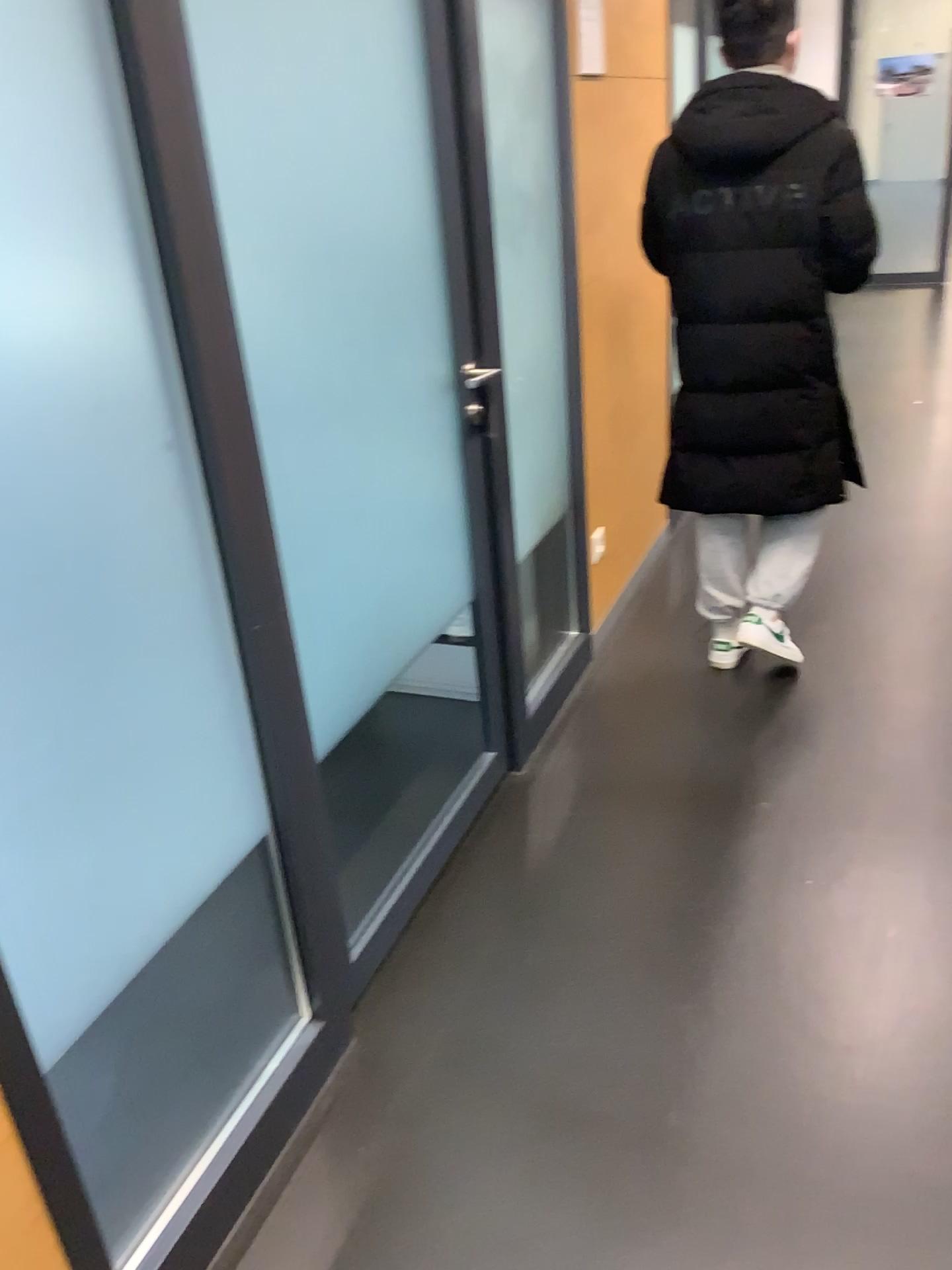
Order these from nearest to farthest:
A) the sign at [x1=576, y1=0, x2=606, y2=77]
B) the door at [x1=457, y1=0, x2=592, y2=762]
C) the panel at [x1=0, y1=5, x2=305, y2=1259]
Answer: the panel at [x1=0, y1=5, x2=305, y2=1259] < the door at [x1=457, y1=0, x2=592, y2=762] < the sign at [x1=576, y1=0, x2=606, y2=77]

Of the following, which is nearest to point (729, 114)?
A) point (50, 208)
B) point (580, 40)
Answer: point (580, 40)

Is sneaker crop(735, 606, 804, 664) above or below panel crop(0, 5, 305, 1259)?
below

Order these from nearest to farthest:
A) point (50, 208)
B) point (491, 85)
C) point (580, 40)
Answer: point (50, 208), point (491, 85), point (580, 40)

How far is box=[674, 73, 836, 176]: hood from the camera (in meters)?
2.41

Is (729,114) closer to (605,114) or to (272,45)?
(605,114)

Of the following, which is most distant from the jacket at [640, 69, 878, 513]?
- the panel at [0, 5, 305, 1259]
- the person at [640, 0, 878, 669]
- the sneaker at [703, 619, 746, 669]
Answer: the panel at [0, 5, 305, 1259]

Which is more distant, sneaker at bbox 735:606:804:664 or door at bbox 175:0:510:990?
sneaker at bbox 735:606:804:664

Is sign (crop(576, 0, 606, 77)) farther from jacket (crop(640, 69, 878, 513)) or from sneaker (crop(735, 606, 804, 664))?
sneaker (crop(735, 606, 804, 664))

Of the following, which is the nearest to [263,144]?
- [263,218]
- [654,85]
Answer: [263,218]
